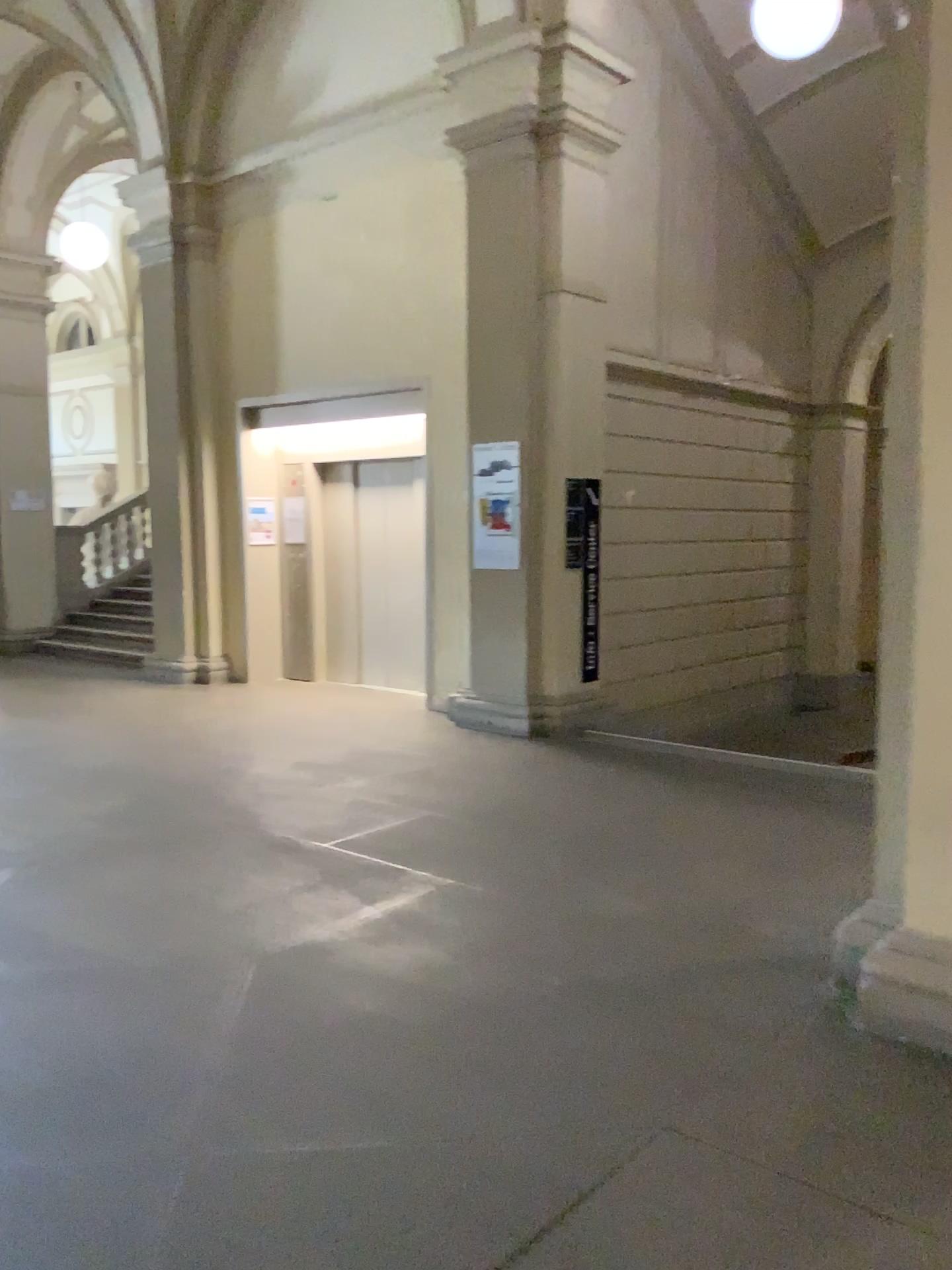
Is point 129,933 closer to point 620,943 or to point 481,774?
point 620,943

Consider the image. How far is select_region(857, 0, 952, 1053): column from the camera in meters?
3.0 m

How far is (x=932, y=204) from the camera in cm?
298
